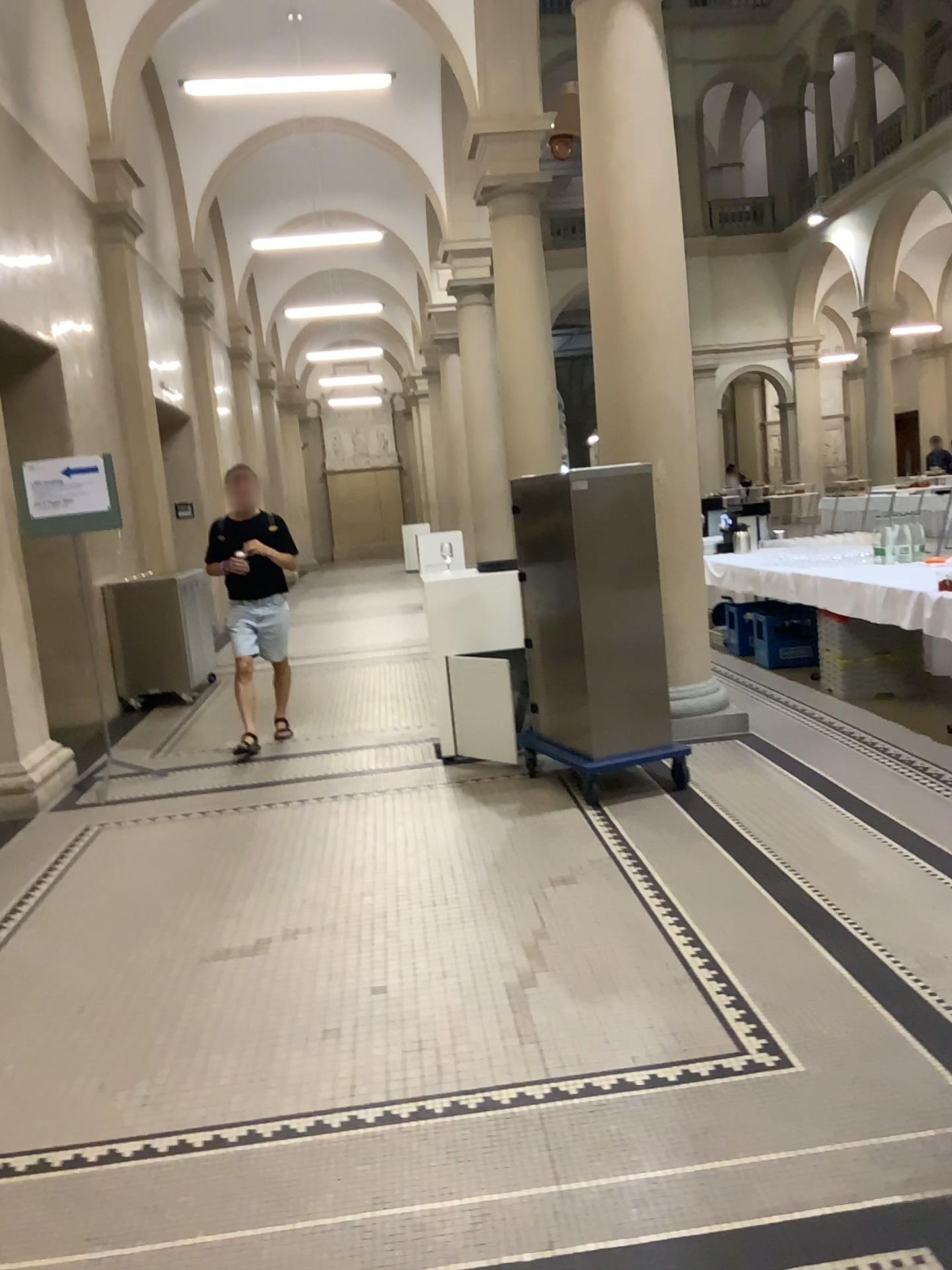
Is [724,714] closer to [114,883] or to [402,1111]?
[114,883]
